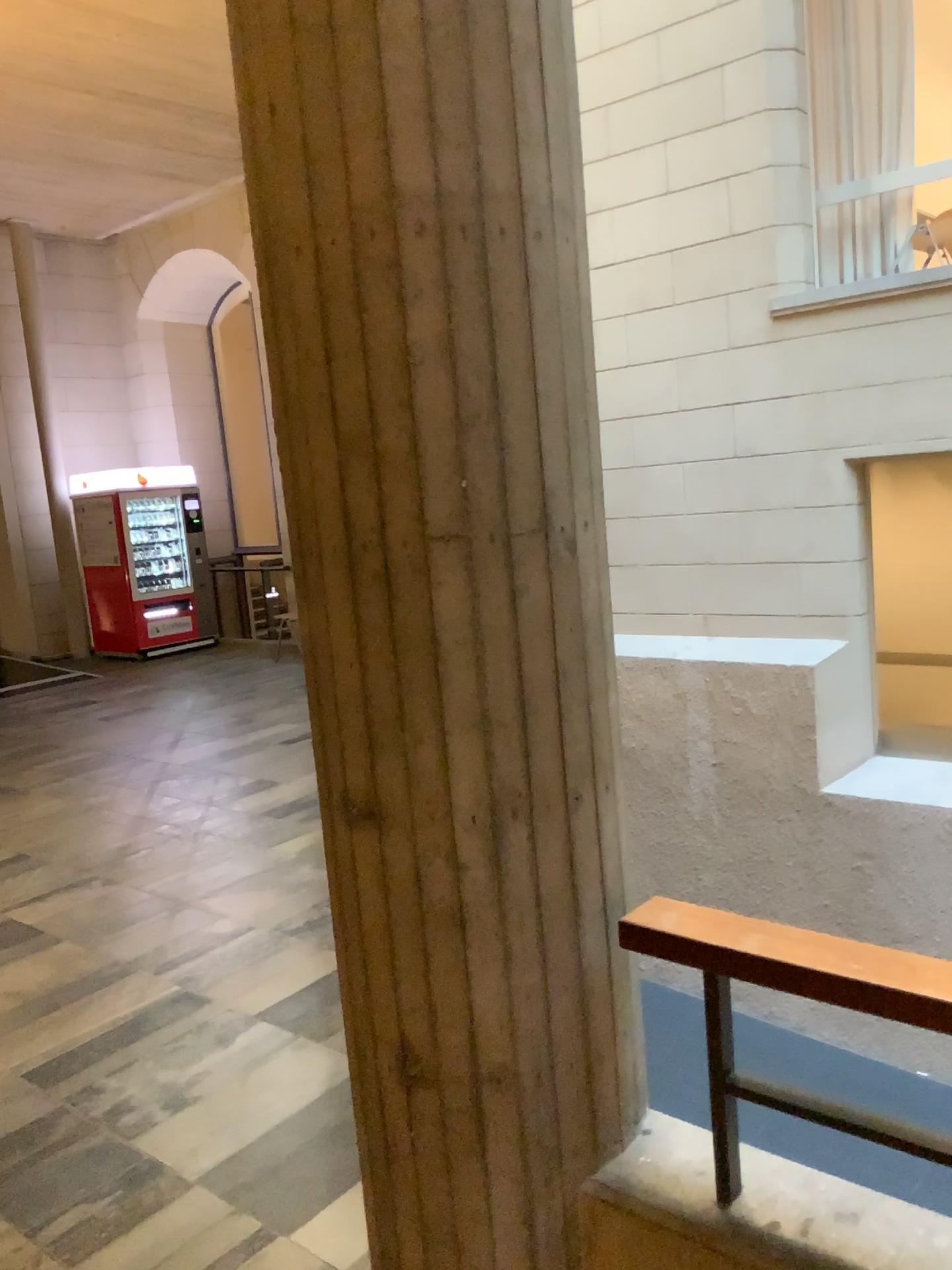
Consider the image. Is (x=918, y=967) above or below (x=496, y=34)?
below

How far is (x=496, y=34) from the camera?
1.5m

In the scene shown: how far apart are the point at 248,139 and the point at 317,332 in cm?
33

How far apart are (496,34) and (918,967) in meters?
1.4

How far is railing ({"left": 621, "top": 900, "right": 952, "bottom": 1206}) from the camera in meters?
1.4 m

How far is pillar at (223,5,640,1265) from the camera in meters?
1.5 m
